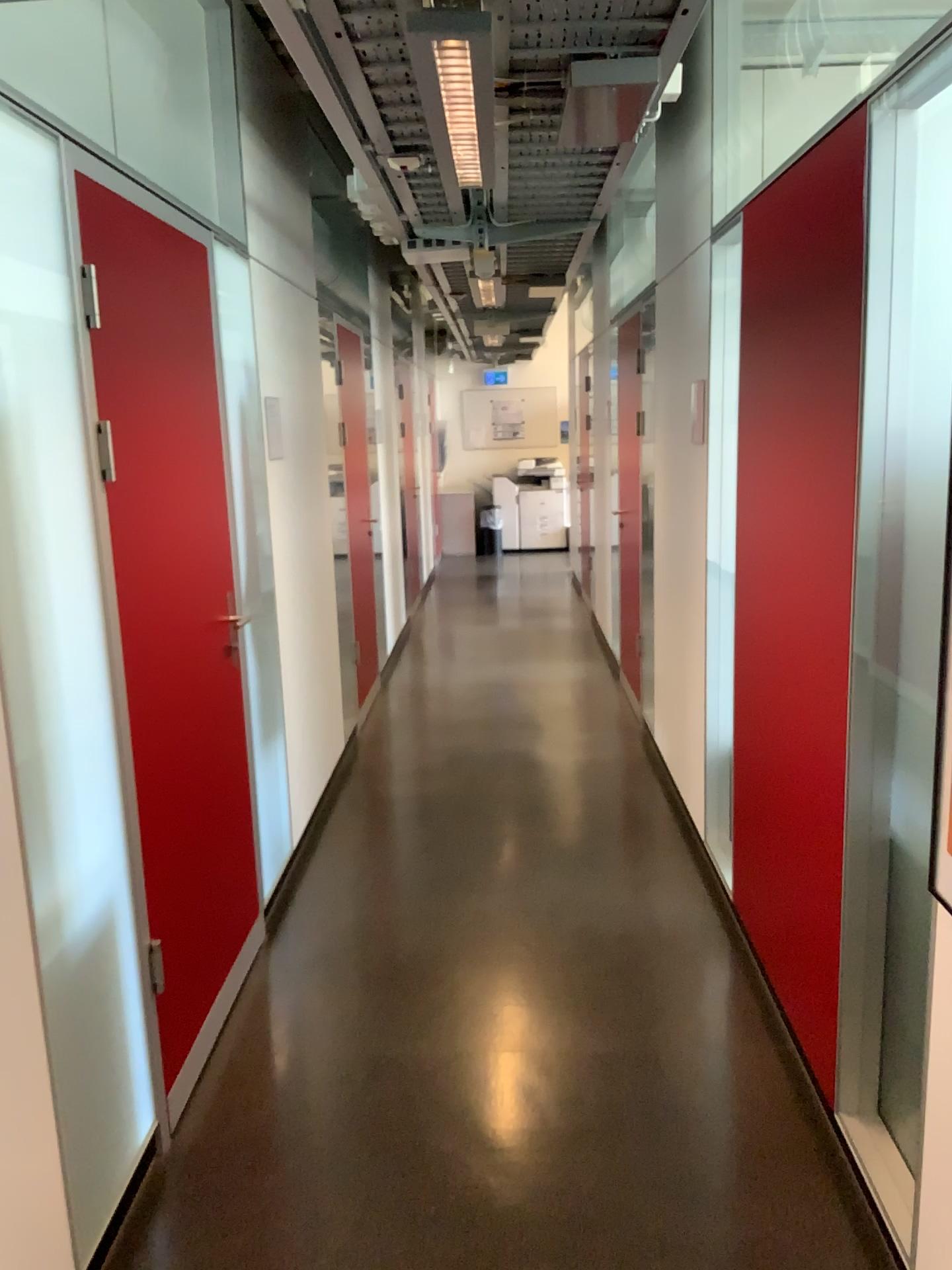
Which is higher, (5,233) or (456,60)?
(456,60)

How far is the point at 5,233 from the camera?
1.8 meters

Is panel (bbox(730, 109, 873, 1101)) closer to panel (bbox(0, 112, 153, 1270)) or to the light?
the light

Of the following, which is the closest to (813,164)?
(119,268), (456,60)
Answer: (456,60)

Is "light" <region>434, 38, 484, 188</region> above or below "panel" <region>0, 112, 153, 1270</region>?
above

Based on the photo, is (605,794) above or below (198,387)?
below

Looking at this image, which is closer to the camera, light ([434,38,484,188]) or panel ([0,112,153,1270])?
panel ([0,112,153,1270])

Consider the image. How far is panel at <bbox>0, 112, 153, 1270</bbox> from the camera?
1.78m

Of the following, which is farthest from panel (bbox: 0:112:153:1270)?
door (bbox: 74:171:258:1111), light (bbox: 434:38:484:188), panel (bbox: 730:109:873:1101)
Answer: panel (bbox: 730:109:873:1101)

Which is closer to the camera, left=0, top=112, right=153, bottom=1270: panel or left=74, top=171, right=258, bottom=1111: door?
left=0, top=112, right=153, bottom=1270: panel
